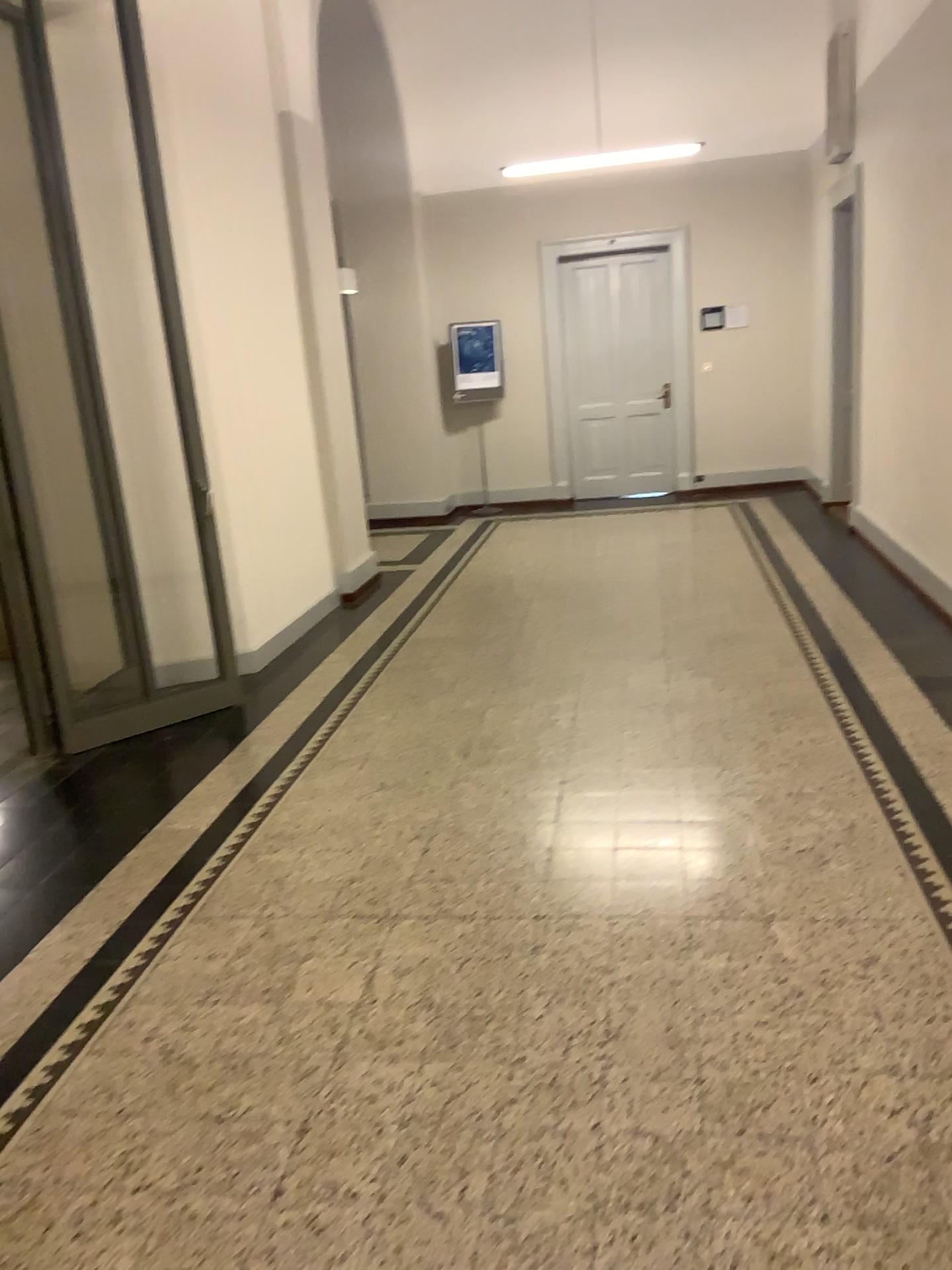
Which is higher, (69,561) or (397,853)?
(69,561)
